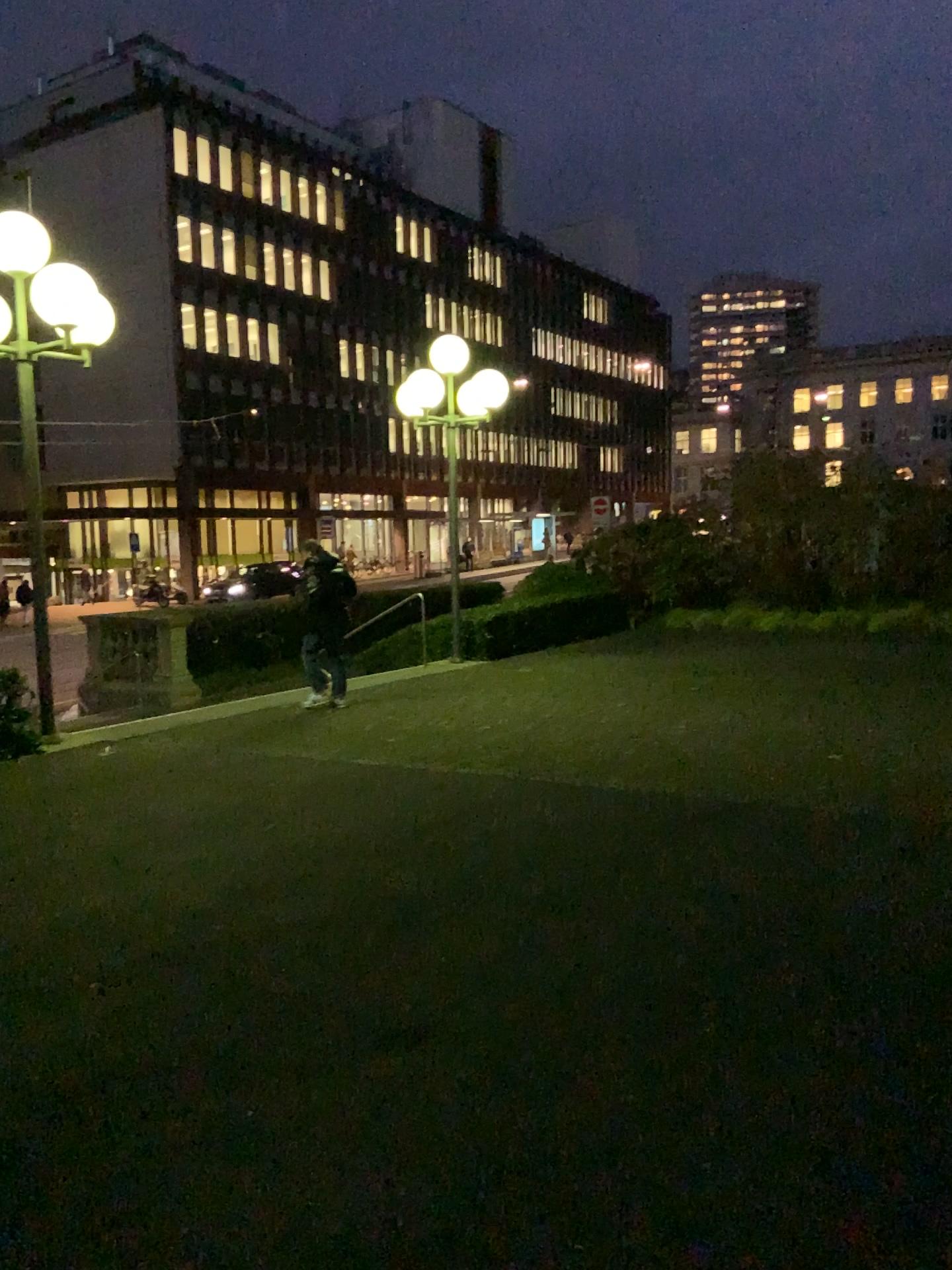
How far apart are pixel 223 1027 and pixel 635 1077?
1.4 meters
